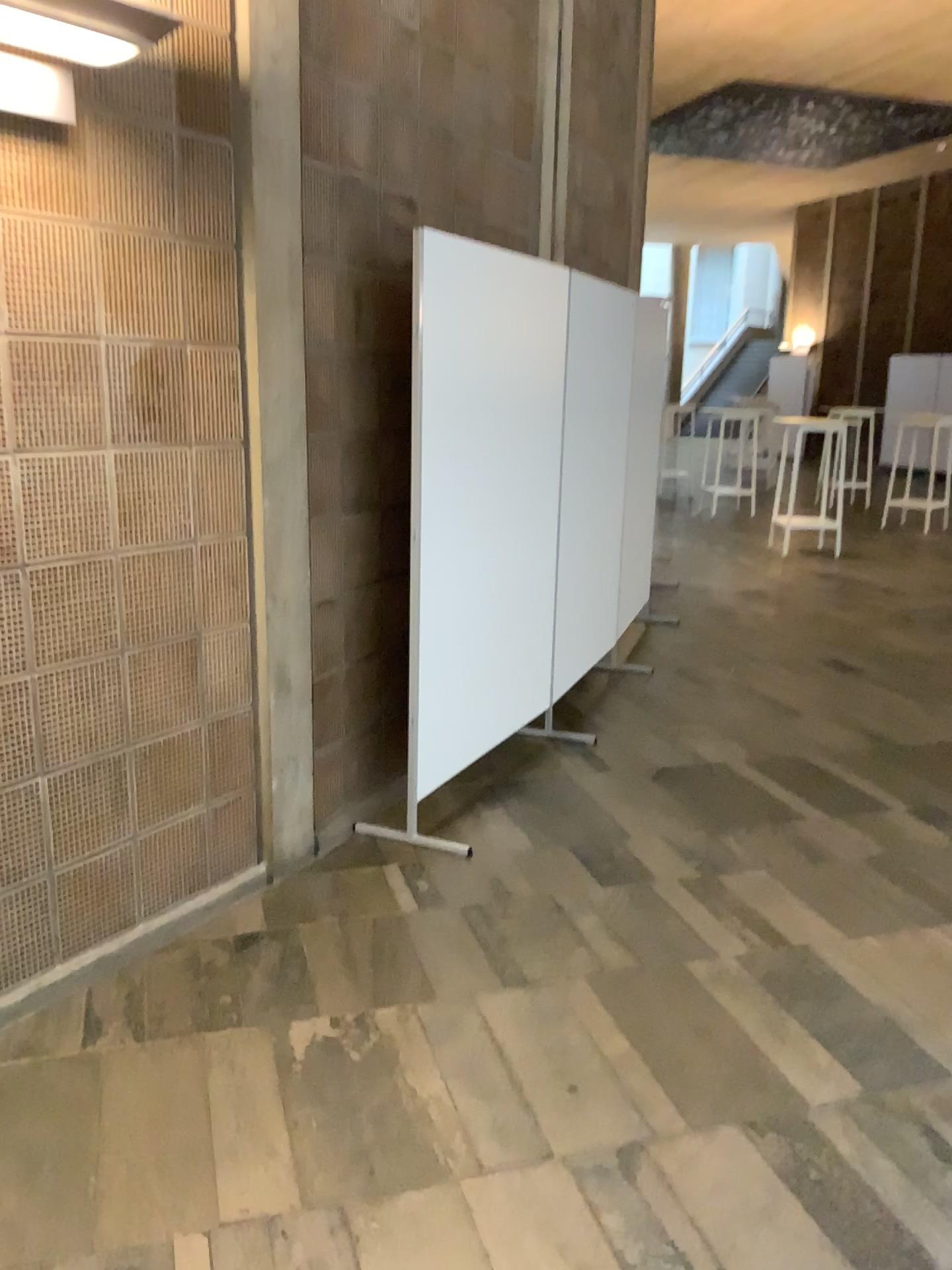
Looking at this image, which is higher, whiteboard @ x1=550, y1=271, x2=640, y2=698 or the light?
the light

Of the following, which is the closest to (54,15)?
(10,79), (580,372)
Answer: (10,79)

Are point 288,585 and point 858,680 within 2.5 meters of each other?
no

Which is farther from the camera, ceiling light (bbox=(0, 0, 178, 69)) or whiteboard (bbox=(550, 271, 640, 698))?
whiteboard (bbox=(550, 271, 640, 698))

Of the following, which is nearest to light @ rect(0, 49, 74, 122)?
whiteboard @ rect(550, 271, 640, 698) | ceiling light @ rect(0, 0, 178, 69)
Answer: ceiling light @ rect(0, 0, 178, 69)

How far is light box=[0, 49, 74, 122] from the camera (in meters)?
2.18

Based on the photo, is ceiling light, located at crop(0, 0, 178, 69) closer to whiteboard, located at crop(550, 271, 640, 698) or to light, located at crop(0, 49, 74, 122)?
light, located at crop(0, 49, 74, 122)

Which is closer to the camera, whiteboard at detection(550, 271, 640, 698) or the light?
the light

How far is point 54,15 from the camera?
2.0m

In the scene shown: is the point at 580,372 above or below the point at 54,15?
below
